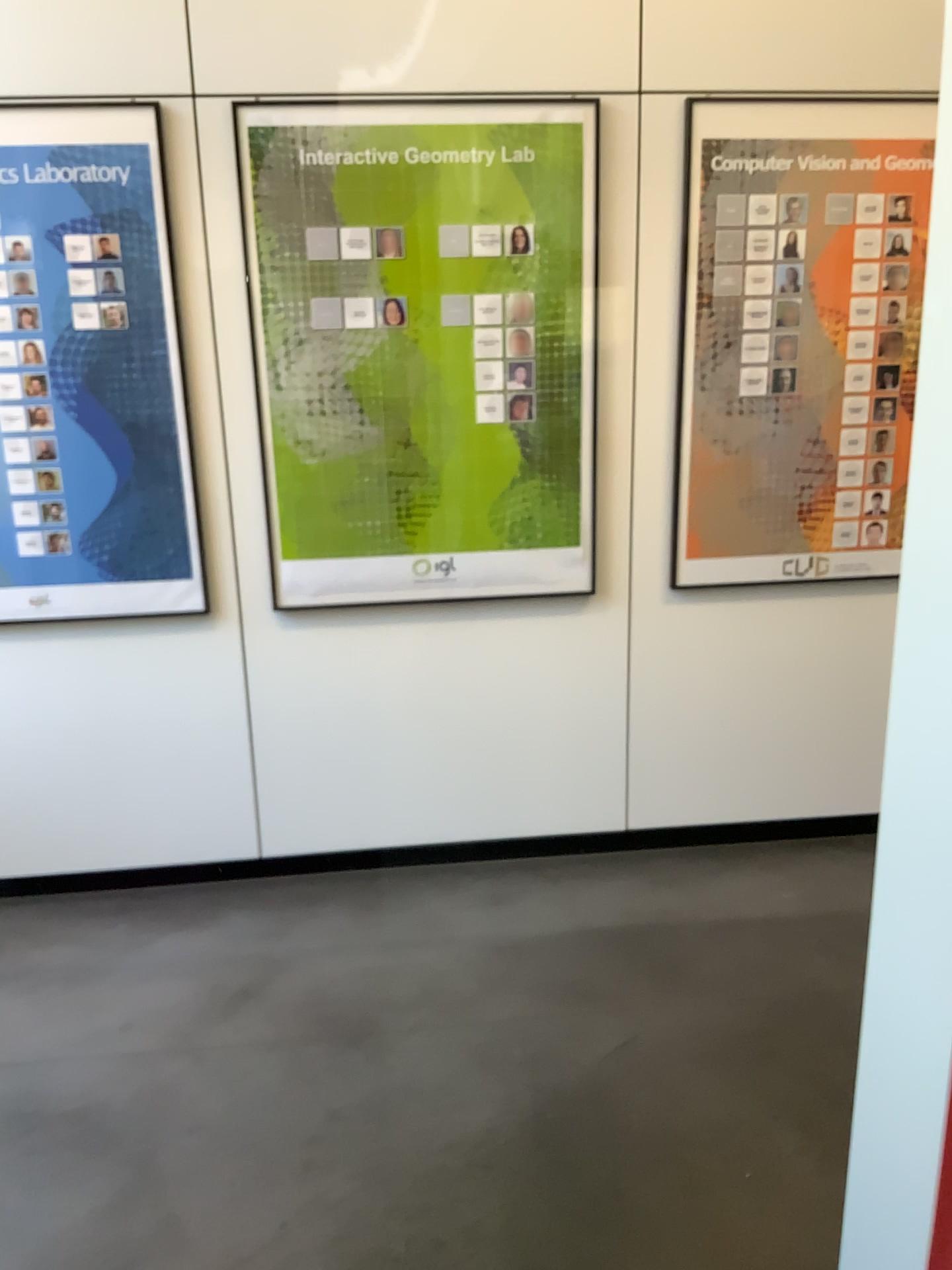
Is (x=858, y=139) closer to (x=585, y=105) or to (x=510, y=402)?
(x=585, y=105)

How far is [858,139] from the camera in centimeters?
281cm

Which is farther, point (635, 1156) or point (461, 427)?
point (461, 427)

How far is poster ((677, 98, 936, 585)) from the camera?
2.81m

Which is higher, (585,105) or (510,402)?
(585,105)

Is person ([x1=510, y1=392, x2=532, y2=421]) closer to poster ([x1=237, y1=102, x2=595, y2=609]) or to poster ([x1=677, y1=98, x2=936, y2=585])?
poster ([x1=237, y1=102, x2=595, y2=609])

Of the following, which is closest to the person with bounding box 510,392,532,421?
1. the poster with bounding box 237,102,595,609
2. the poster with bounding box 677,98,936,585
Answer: the poster with bounding box 237,102,595,609
